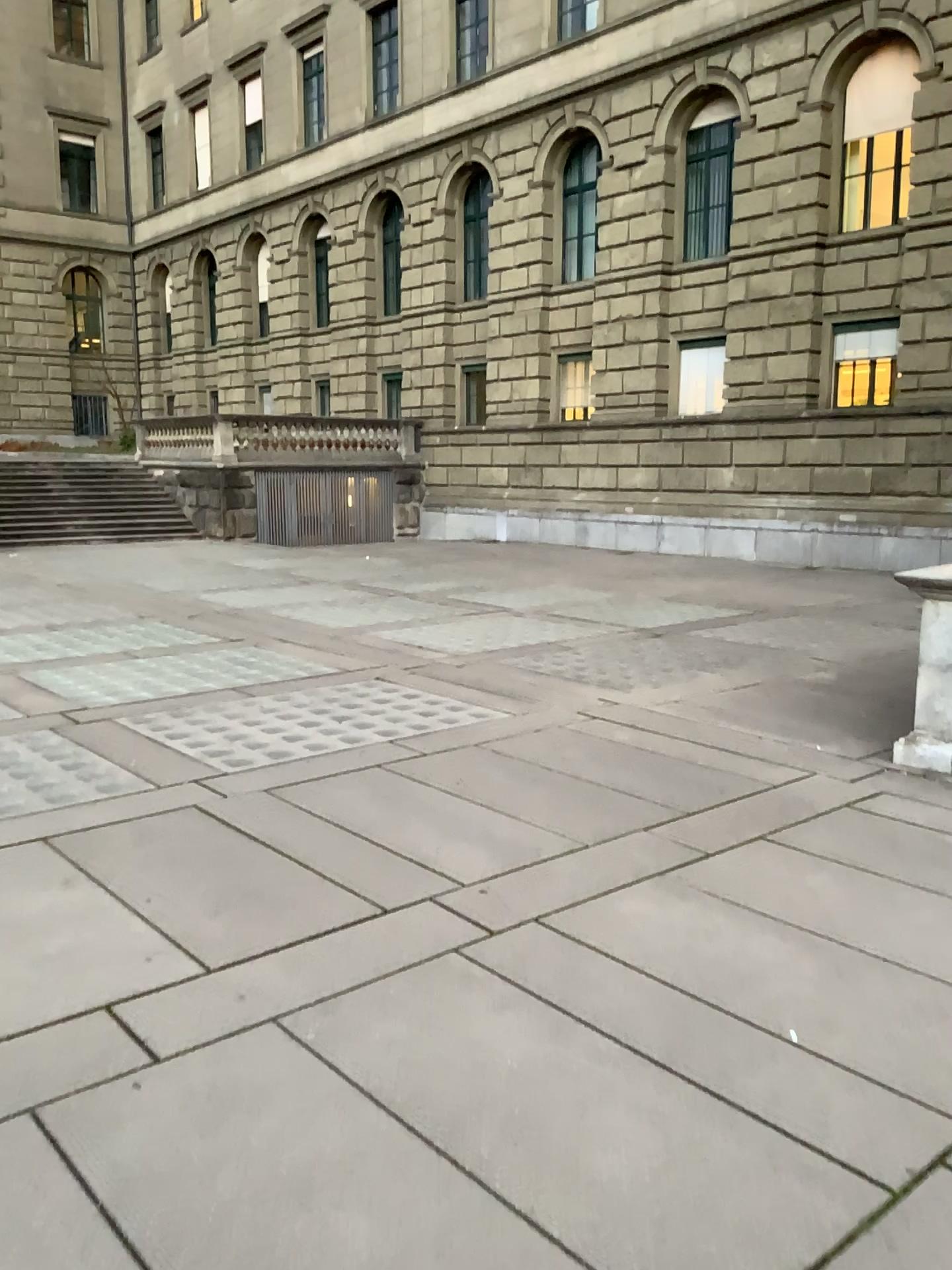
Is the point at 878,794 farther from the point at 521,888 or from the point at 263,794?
the point at 263,794
